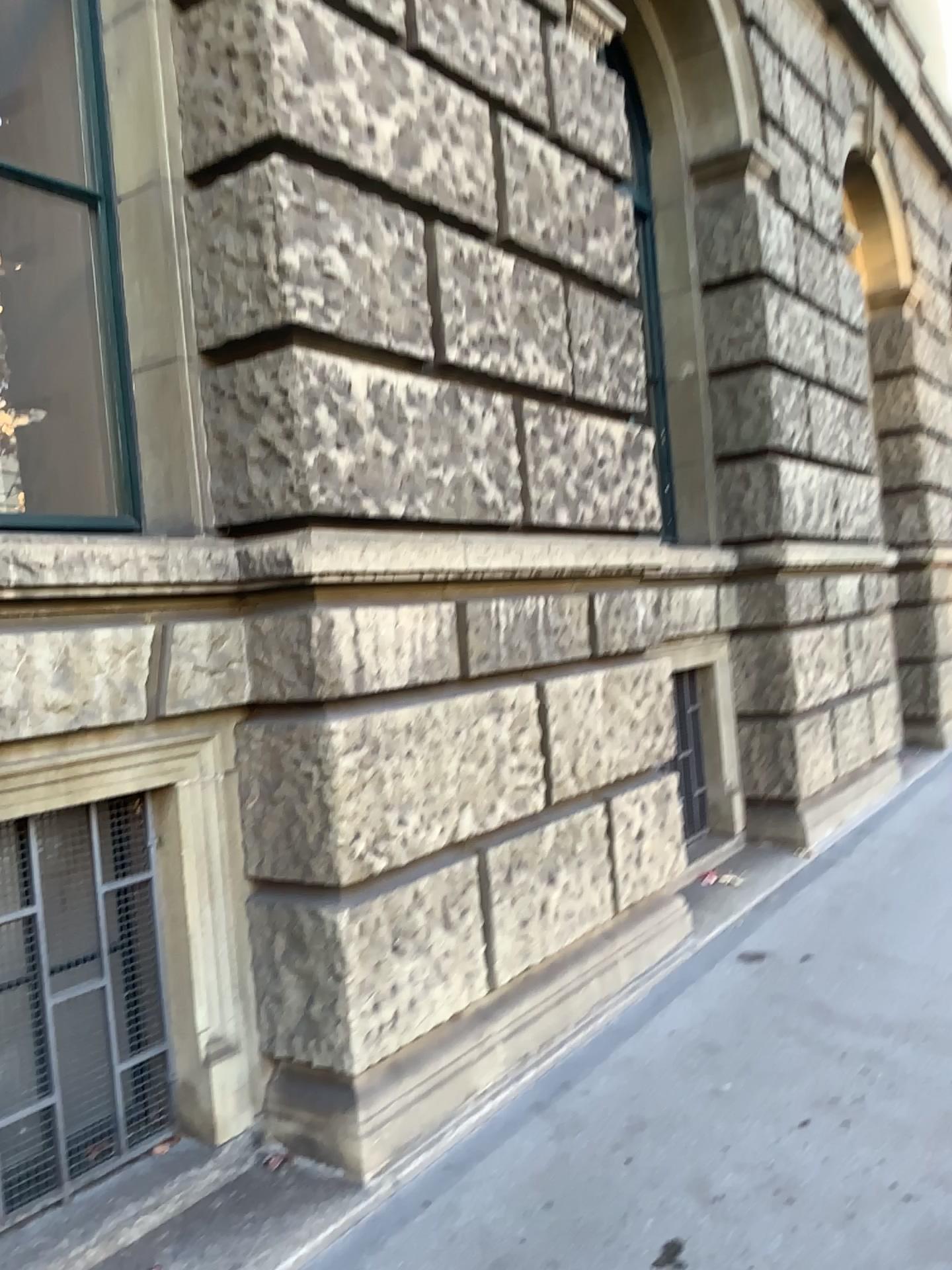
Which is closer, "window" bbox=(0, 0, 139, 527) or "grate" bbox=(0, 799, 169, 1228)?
"grate" bbox=(0, 799, 169, 1228)

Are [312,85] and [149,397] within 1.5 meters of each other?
yes

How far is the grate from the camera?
2.57m

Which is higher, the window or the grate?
the window

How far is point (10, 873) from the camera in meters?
2.6 m

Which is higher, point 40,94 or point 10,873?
point 40,94

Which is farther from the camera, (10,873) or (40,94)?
(40,94)
